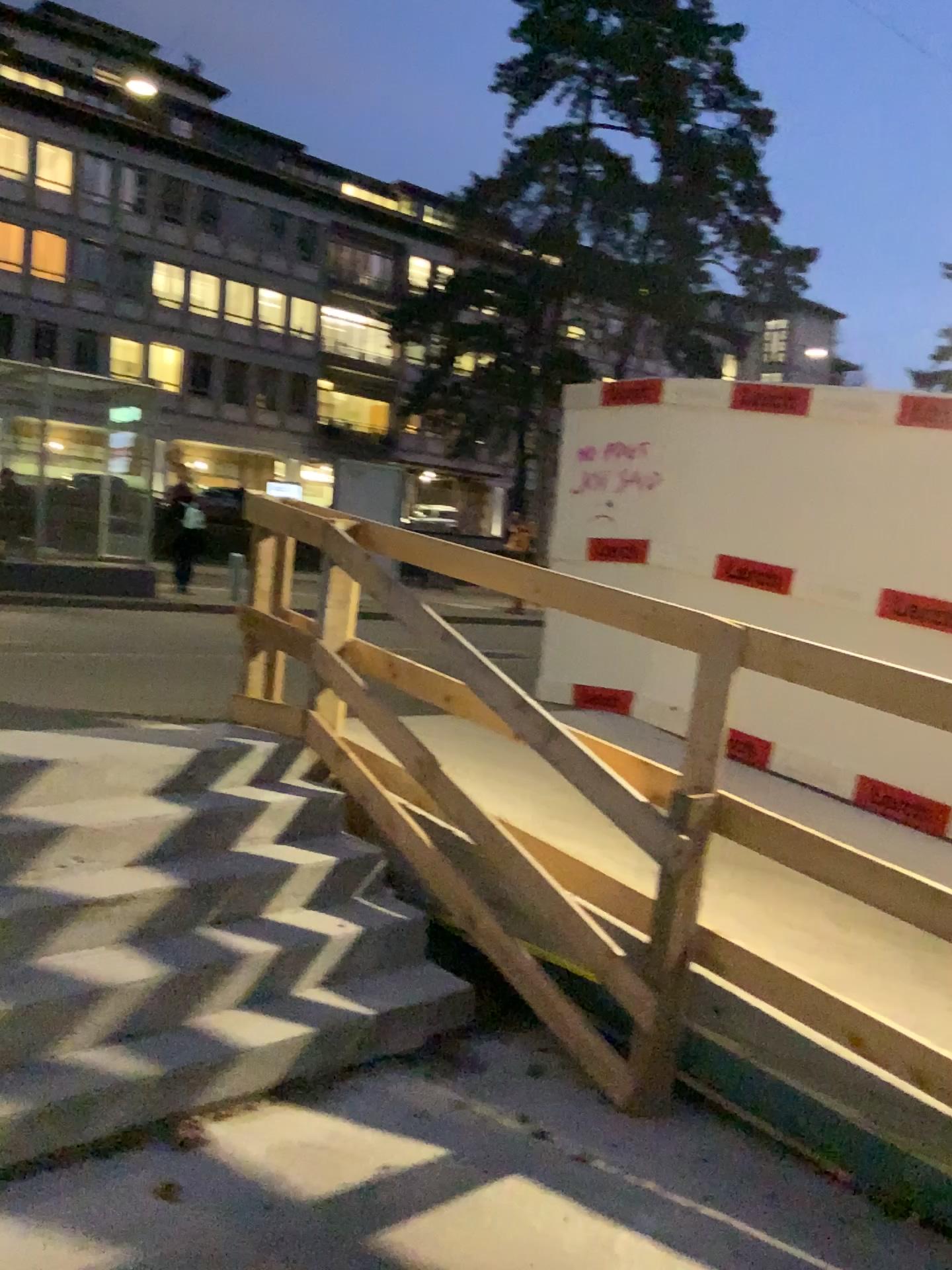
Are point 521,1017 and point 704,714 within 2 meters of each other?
yes
